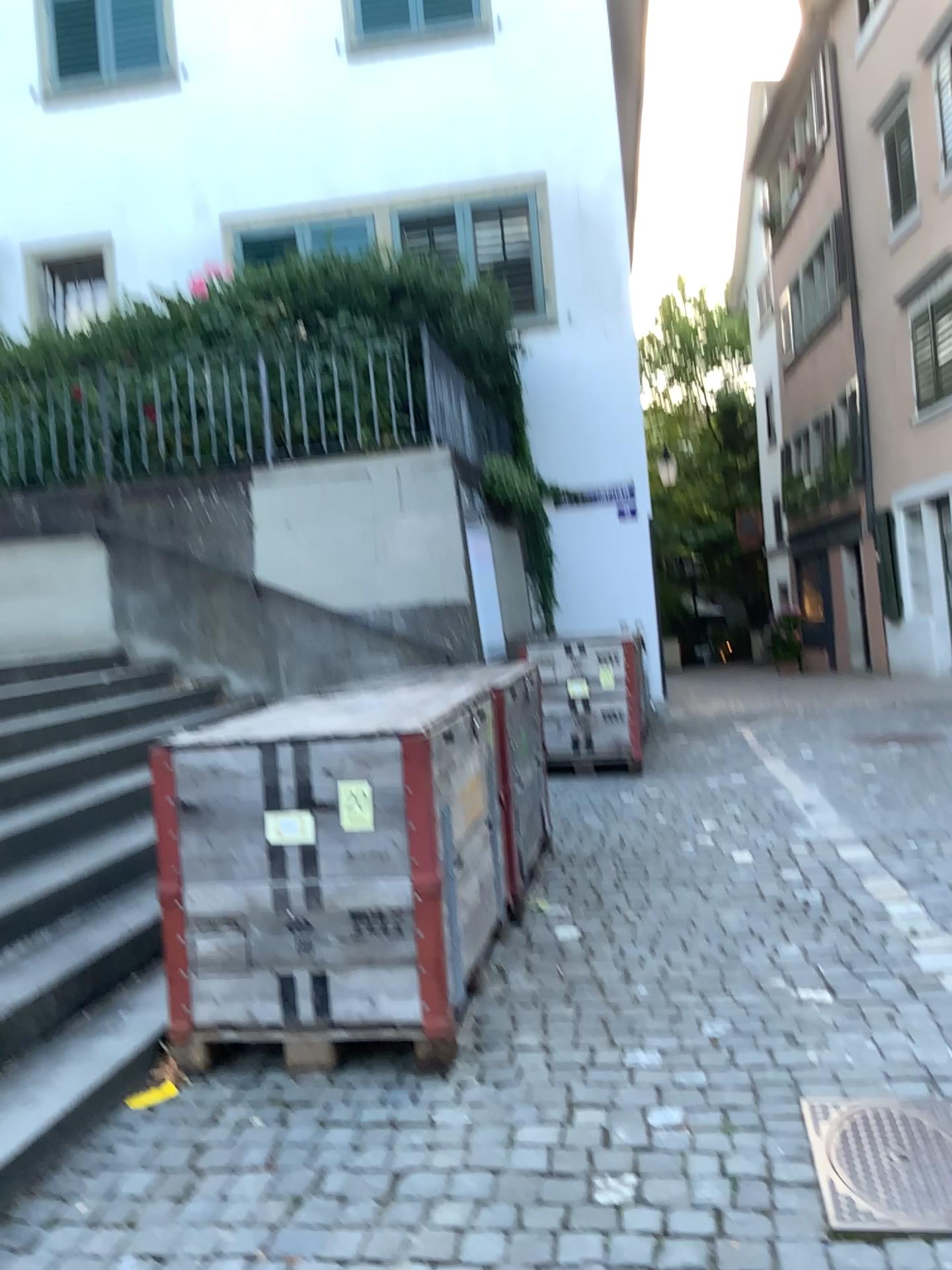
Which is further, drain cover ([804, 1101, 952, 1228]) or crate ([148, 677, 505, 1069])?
crate ([148, 677, 505, 1069])

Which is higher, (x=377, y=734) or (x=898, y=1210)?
(x=377, y=734)

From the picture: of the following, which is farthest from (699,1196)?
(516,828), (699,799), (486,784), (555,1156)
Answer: (699,799)

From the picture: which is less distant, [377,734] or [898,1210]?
[898,1210]

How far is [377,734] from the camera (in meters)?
2.86

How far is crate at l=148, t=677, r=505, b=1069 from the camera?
2.86m
